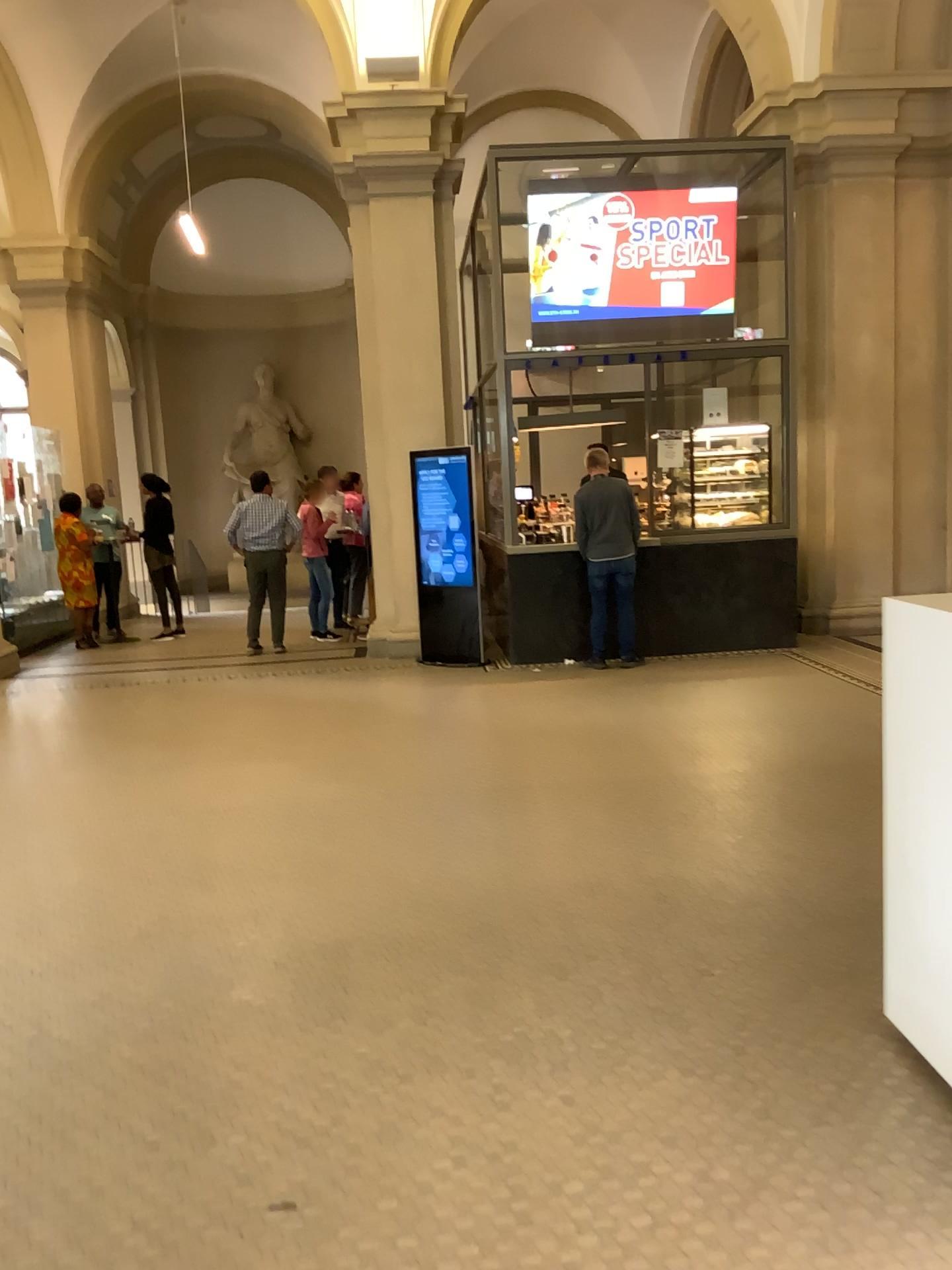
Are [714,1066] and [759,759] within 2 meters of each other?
no
